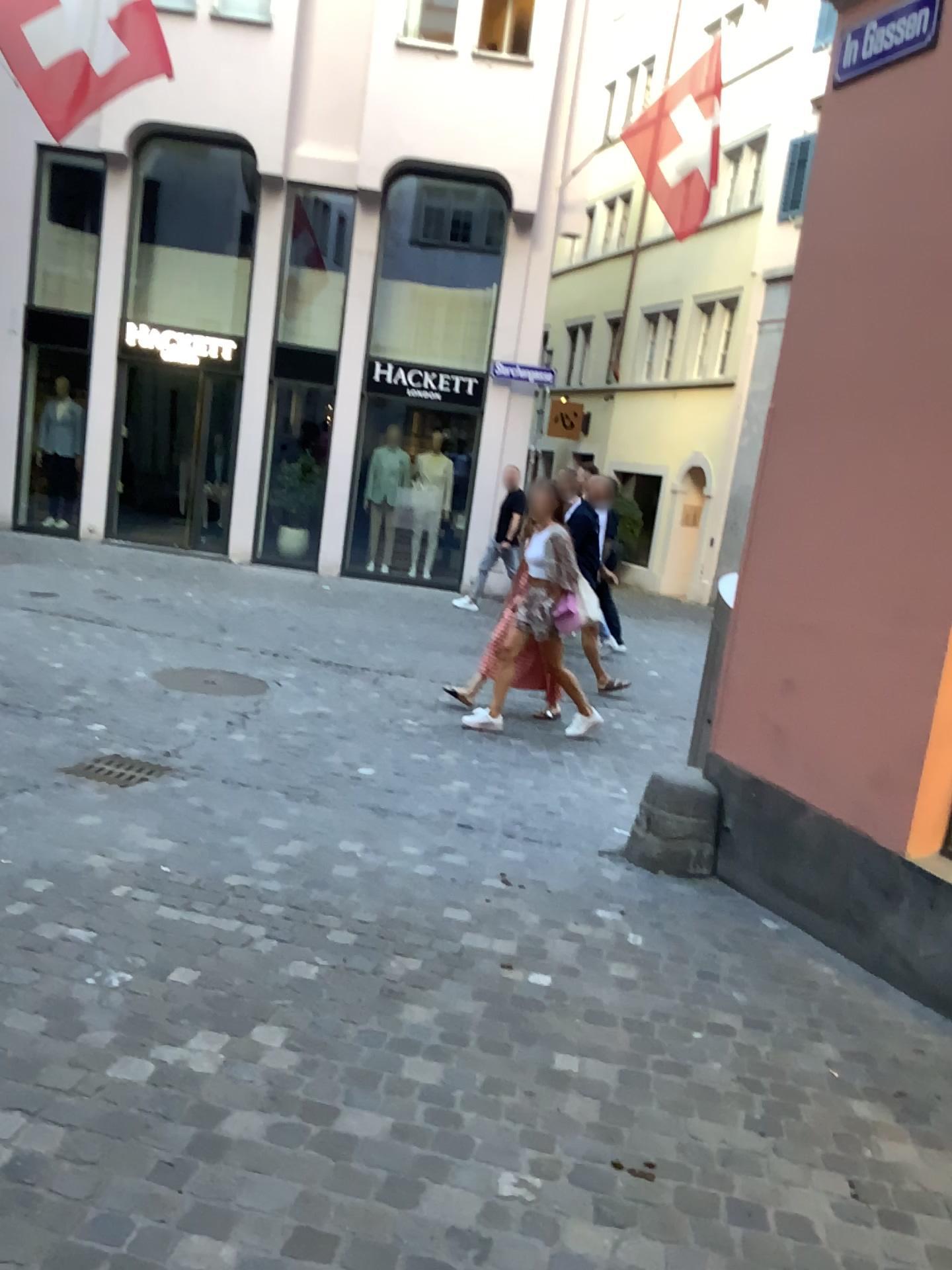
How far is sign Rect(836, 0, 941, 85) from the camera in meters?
3.6 m

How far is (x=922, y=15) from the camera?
3.64m

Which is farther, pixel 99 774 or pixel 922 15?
pixel 99 774

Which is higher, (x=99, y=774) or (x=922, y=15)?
(x=922, y=15)

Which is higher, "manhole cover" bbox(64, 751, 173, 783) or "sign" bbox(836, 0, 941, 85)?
"sign" bbox(836, 0, 941, 85)

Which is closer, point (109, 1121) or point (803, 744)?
point (109, 1121)

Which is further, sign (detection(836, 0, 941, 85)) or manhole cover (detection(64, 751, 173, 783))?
manhole cover (detection(64, 751, 173, 783))
